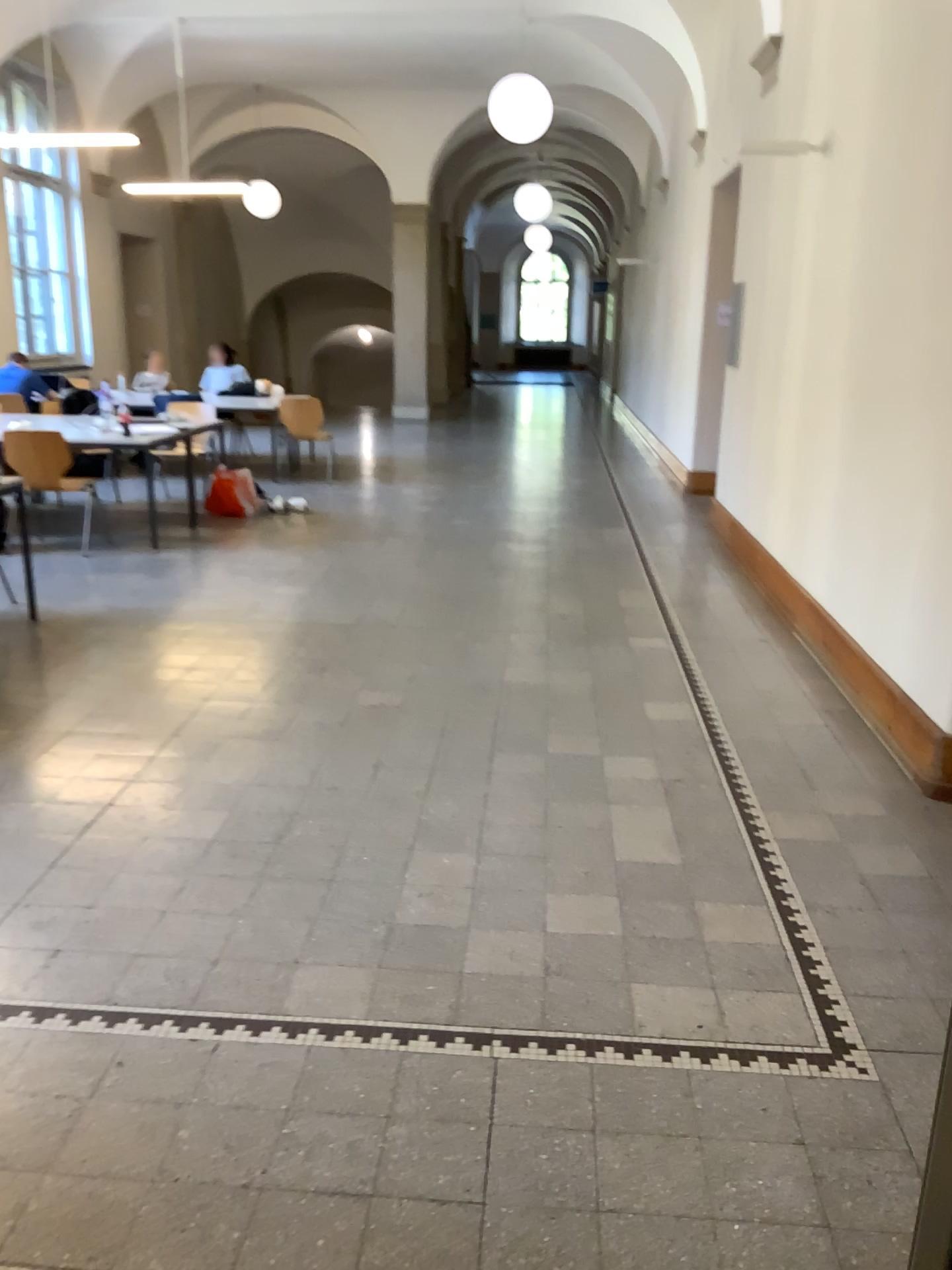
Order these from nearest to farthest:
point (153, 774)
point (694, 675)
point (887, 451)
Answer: point (153, 774)
point (887, 451)
point (694, 675)
